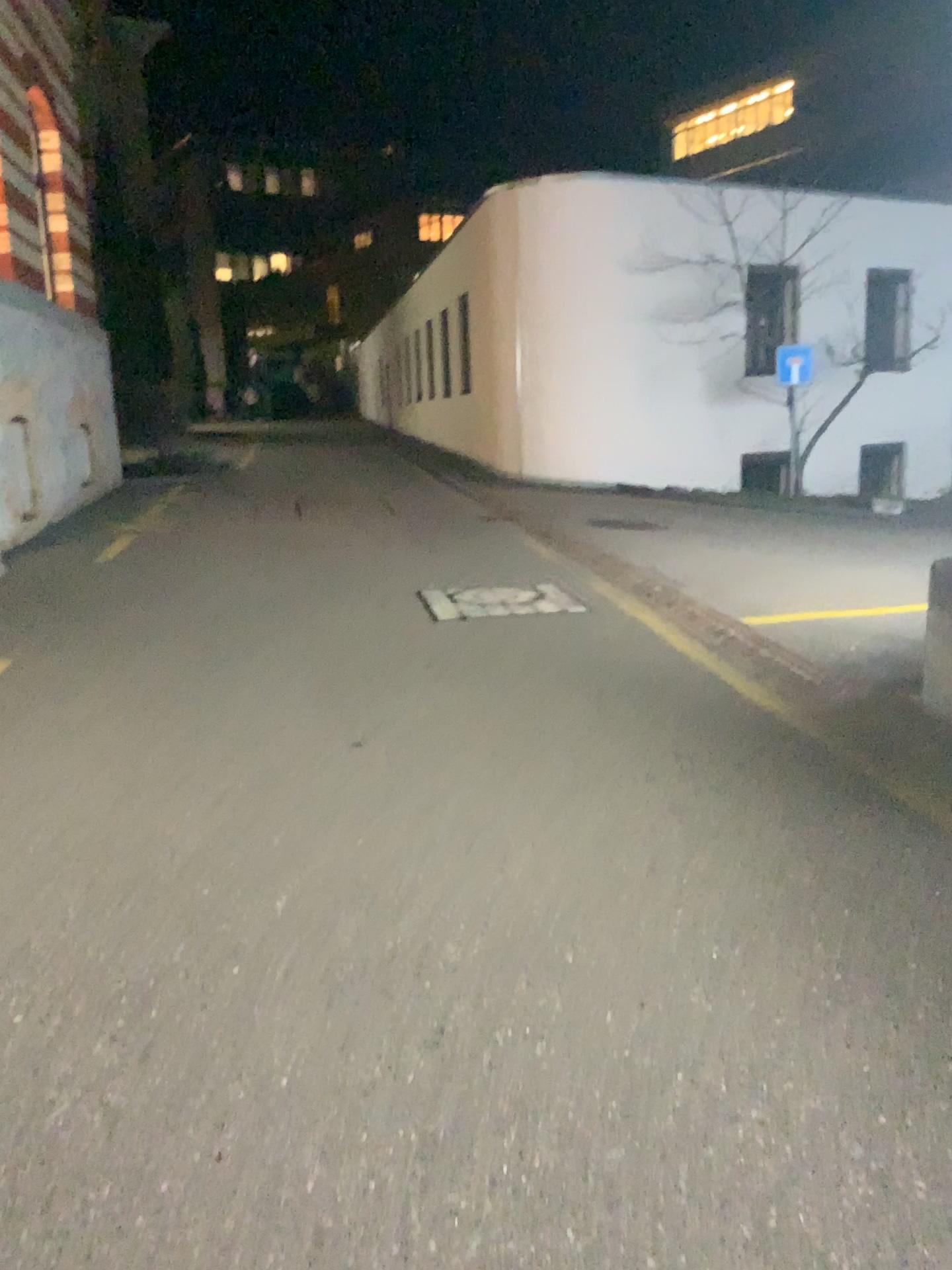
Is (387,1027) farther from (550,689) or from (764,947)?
(550,689)
